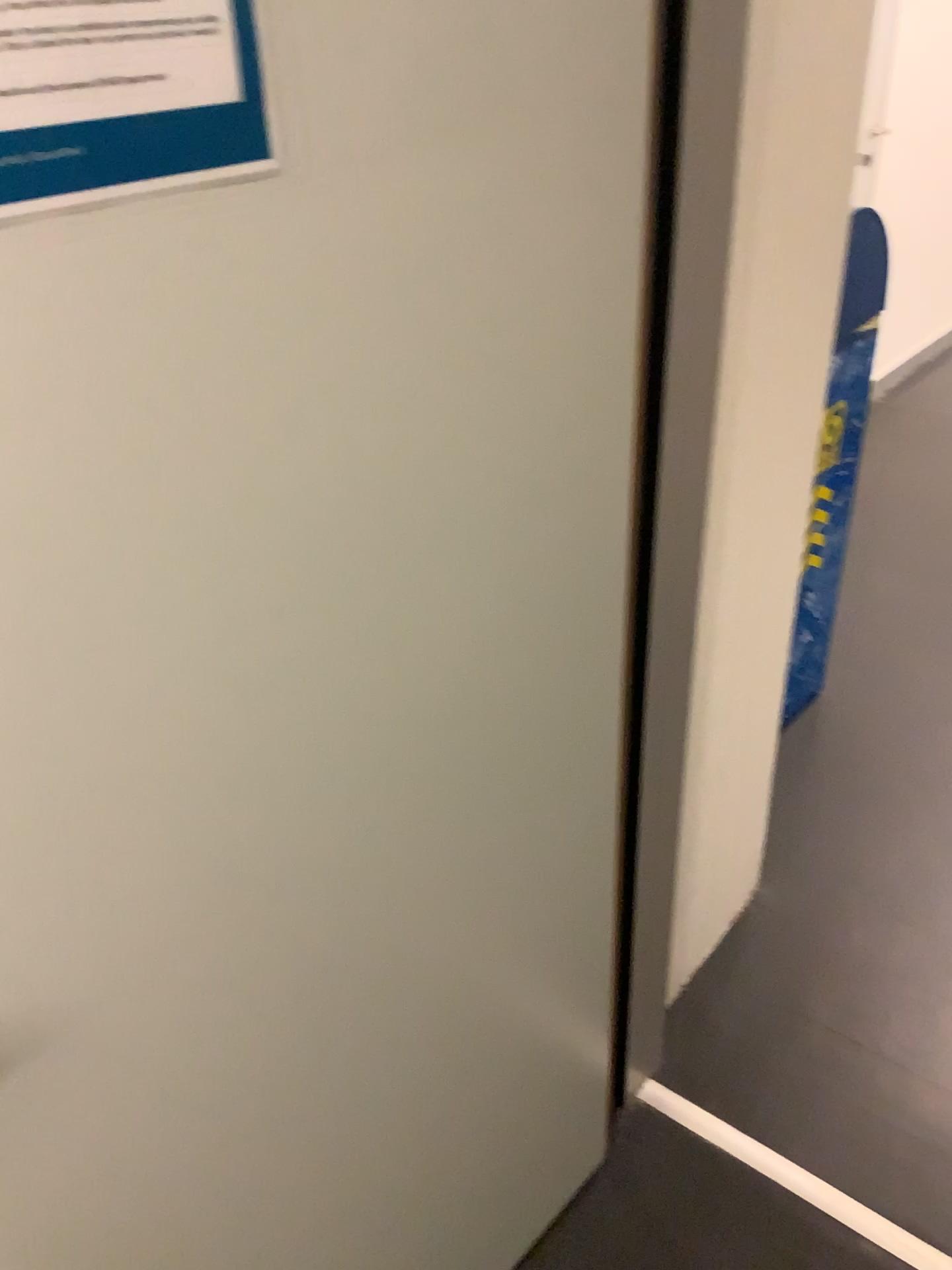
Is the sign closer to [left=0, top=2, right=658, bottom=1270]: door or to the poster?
[left=0, top=2, right=658, bottom=1270]: door

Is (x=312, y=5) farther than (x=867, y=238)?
No

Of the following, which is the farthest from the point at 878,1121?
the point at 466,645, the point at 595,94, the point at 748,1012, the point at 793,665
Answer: the point at 595,94

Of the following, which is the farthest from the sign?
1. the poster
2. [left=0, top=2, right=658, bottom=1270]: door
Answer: the poster

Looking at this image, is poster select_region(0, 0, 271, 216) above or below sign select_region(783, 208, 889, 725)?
above

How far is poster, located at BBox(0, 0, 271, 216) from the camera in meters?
0.5

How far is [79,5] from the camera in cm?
47

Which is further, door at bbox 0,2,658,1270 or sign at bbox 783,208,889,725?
sign at bbox 783,208,889,725

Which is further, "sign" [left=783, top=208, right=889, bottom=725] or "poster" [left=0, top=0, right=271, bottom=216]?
"sign" [left=783, top=208, right=889, bottom=725]

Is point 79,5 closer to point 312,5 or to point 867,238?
point 312,5
